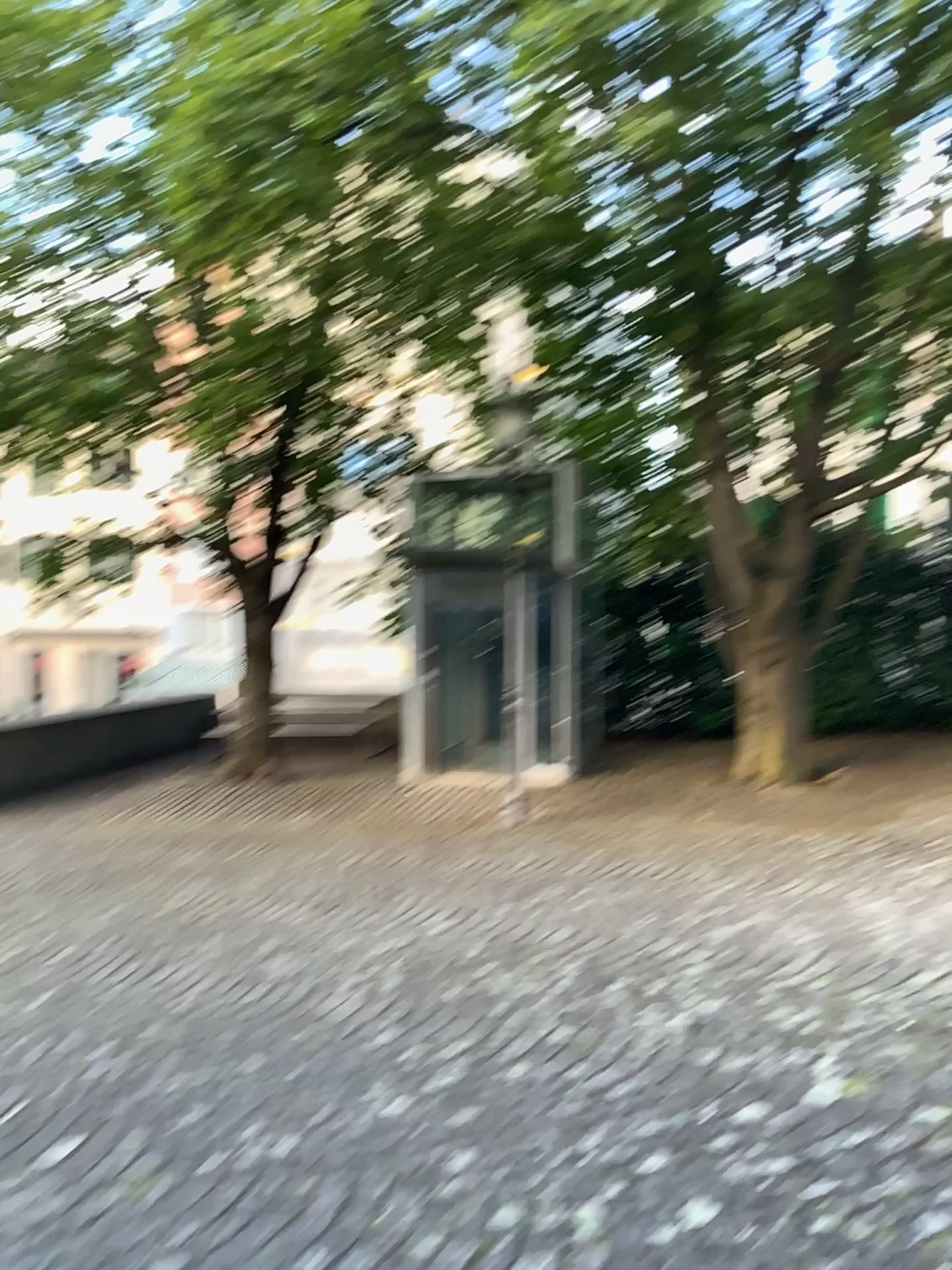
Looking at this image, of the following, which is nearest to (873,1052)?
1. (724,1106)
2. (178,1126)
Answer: (724,1106)
